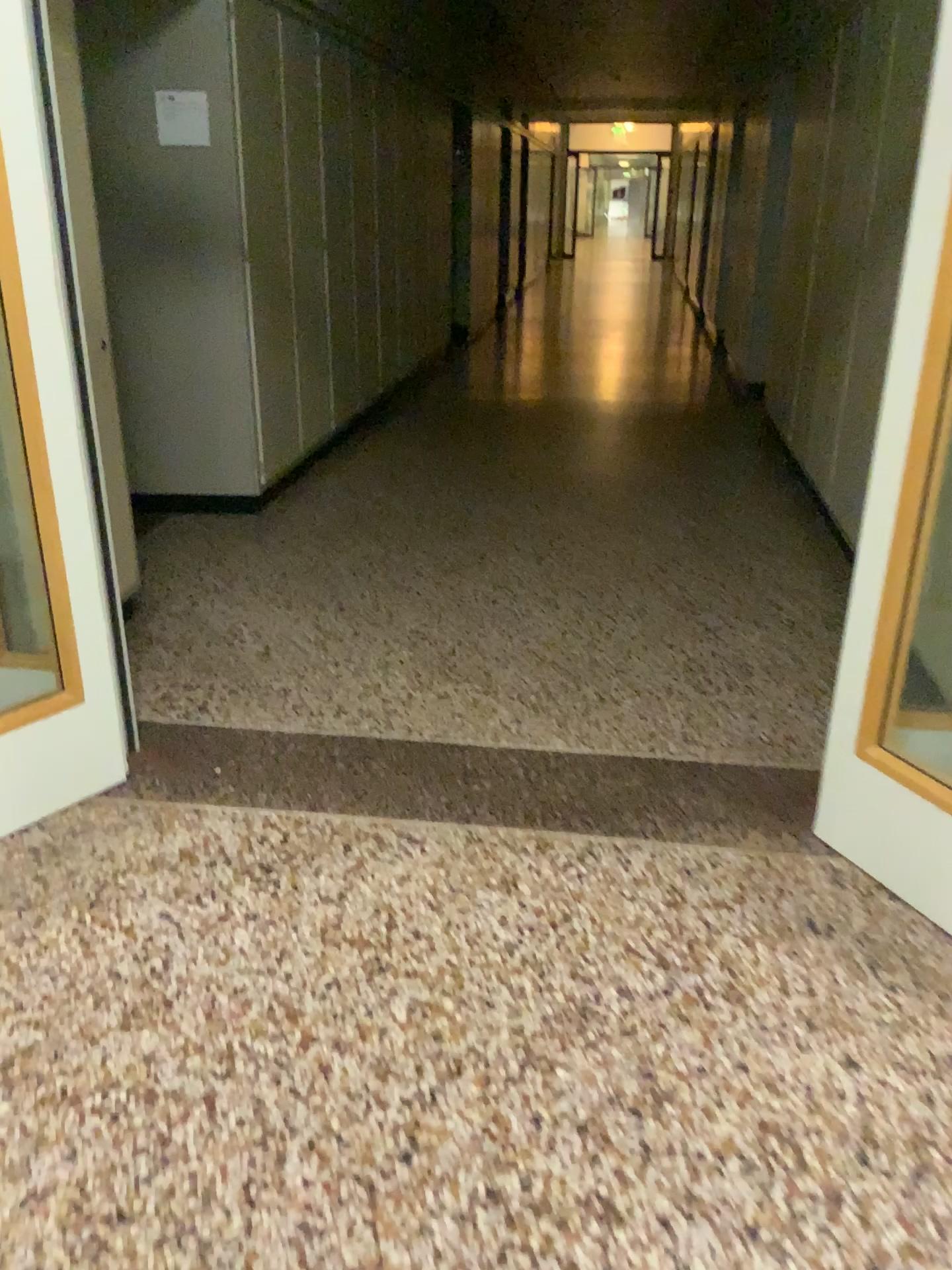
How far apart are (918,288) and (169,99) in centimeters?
344cm

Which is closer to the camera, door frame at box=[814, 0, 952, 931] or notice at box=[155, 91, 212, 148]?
door frame at box=[814, 0, 952, 931]

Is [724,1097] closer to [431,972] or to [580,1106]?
[580,1106]

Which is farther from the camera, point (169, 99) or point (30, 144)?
point (169, 99)

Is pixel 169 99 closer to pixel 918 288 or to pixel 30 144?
pixel 30 144

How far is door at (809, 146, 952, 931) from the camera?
2.0 meters

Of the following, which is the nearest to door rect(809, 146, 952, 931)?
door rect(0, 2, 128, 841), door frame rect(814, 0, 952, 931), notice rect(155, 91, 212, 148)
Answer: door frame rect(814, 0, 952, 931)

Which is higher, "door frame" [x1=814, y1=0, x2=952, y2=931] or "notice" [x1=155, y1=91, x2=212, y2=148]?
"notice" [x1=155, y1=91, x2=212, y2=148]

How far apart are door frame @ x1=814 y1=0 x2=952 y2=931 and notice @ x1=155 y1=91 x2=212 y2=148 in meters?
3.3

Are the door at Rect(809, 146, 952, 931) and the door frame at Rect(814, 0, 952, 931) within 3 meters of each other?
yes
